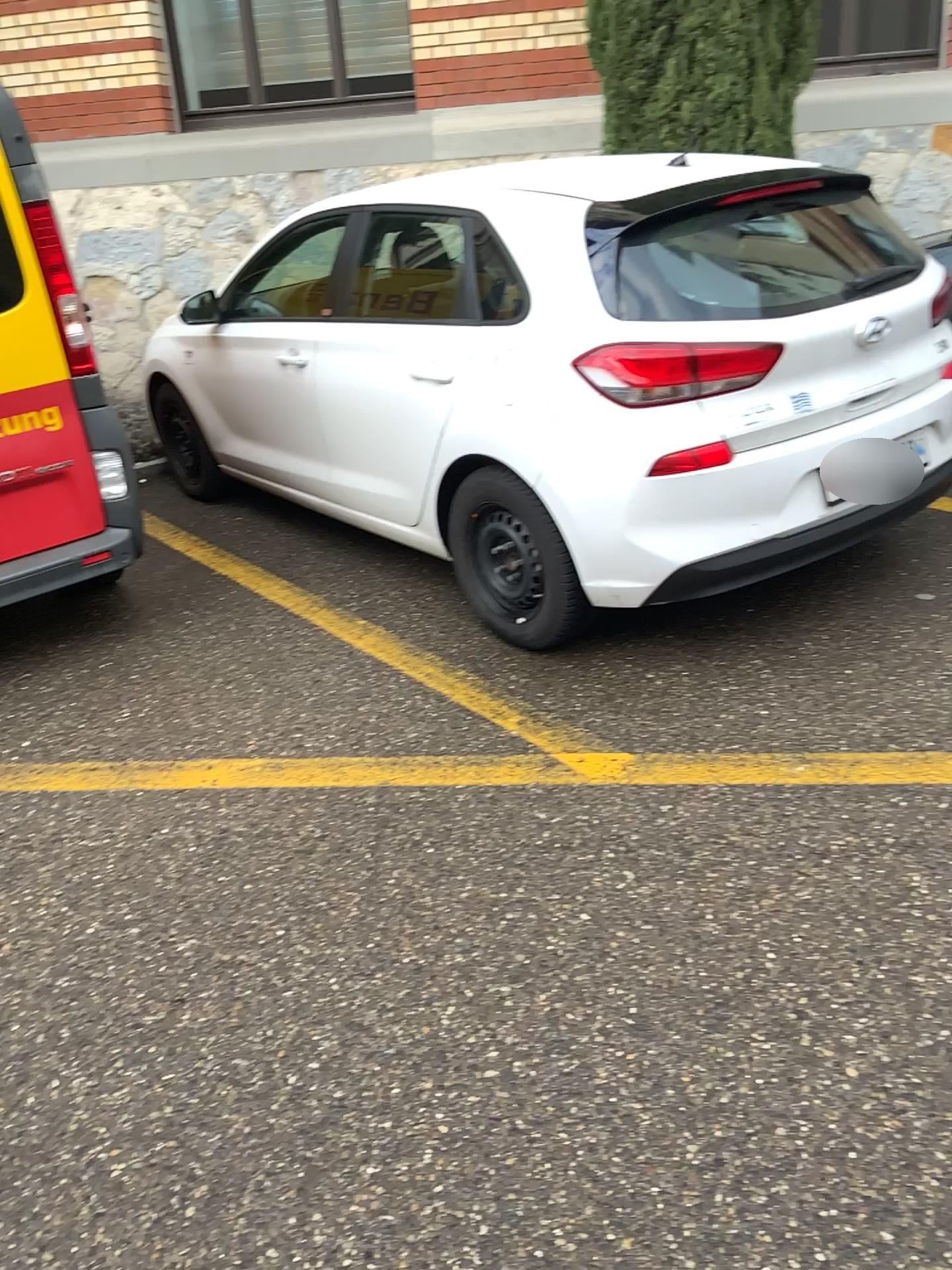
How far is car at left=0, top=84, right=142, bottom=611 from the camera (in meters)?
3.44

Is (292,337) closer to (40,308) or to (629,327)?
(40,308)

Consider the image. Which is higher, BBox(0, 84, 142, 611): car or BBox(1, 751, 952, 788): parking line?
BBox(0, 84, 142, 611): car

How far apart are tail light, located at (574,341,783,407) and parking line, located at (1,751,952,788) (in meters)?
0.99

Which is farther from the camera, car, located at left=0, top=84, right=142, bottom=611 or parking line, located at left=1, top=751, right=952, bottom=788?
car, located at left=0, top=84, right=142, bottom=611

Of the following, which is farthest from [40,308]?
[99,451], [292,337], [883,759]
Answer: [883,759]

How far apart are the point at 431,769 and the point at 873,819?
1.1m

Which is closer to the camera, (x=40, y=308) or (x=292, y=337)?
(x=40, y=308)

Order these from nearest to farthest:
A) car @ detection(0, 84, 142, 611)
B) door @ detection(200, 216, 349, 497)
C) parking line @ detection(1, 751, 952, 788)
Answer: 1. parking line @ detection(1, 751, 952, 788)
2. car @ detection(0, 84, 142, 611)
3. door @ detection(200, 216, 349, 497)

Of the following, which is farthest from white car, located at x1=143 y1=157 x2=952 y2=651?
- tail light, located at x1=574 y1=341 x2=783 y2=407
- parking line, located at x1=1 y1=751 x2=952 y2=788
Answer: parking line, located at x1=1 y1=751 x2=952 y2=788
